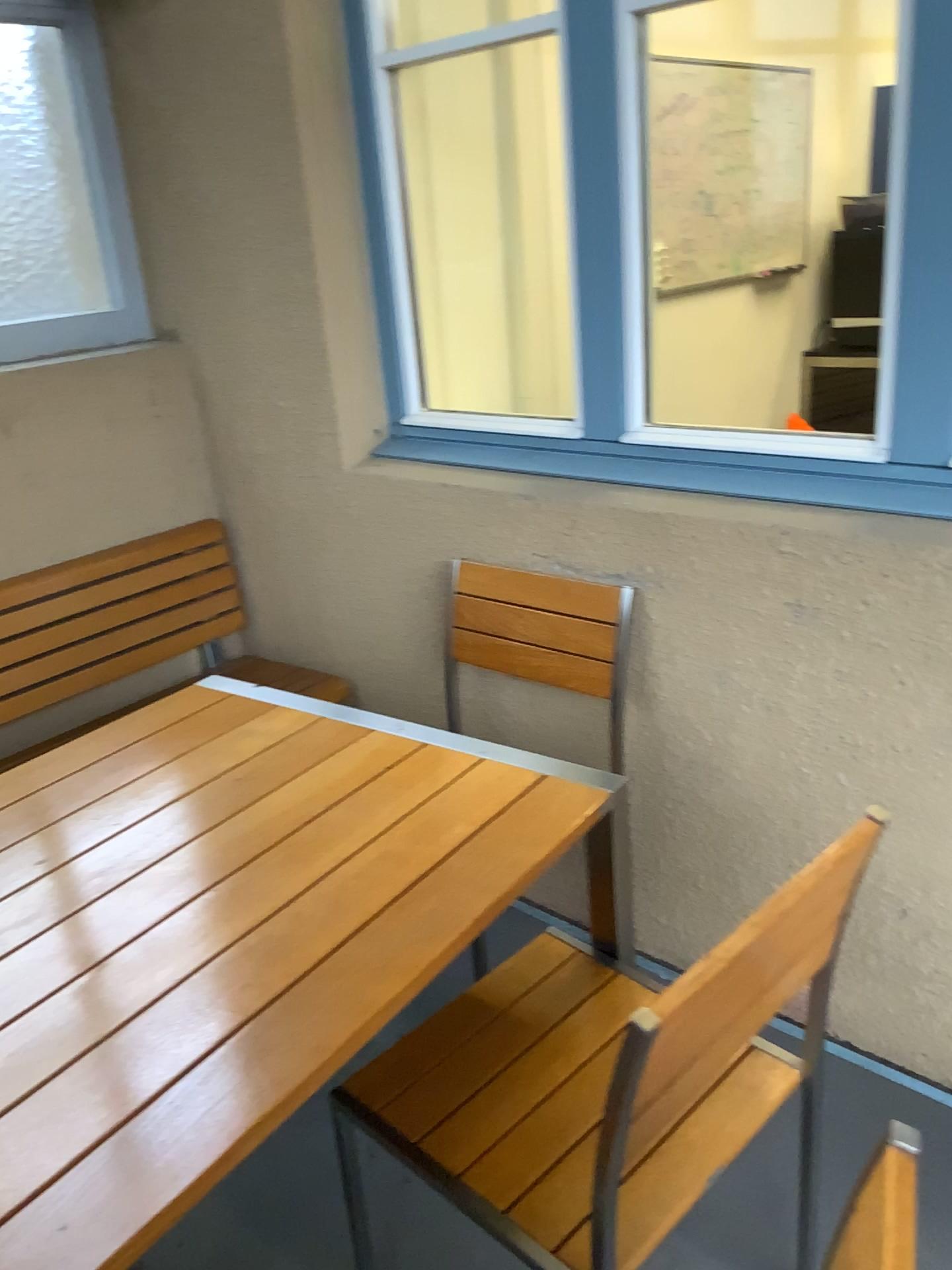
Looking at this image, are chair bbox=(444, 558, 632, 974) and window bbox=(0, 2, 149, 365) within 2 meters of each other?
yes

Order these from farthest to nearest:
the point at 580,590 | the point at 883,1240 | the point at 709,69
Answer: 1. the point at 709,69
2. the point at 580,590
3. the point at 883,1240

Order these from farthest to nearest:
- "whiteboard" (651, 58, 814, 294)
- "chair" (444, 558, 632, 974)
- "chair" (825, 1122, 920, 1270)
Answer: "whiteboard" (651, 58, 814, 294) → "chair" (444, 558, 632, 974) → "chair" (825, 1122, 920, 1270)

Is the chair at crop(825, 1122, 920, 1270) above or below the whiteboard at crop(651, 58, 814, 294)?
below

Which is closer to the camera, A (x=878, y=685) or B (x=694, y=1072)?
B (x=694, y=1072)

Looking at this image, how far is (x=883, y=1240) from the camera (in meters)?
0.70

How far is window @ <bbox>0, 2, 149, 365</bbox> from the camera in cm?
270

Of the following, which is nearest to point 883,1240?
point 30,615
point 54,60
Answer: point 30,615

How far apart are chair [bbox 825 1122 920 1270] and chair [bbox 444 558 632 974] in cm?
132

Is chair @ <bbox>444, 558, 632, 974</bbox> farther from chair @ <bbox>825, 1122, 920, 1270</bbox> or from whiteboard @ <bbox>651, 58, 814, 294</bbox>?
whiteboard @ <bbox>651, 58, 814, 294</bbox>
